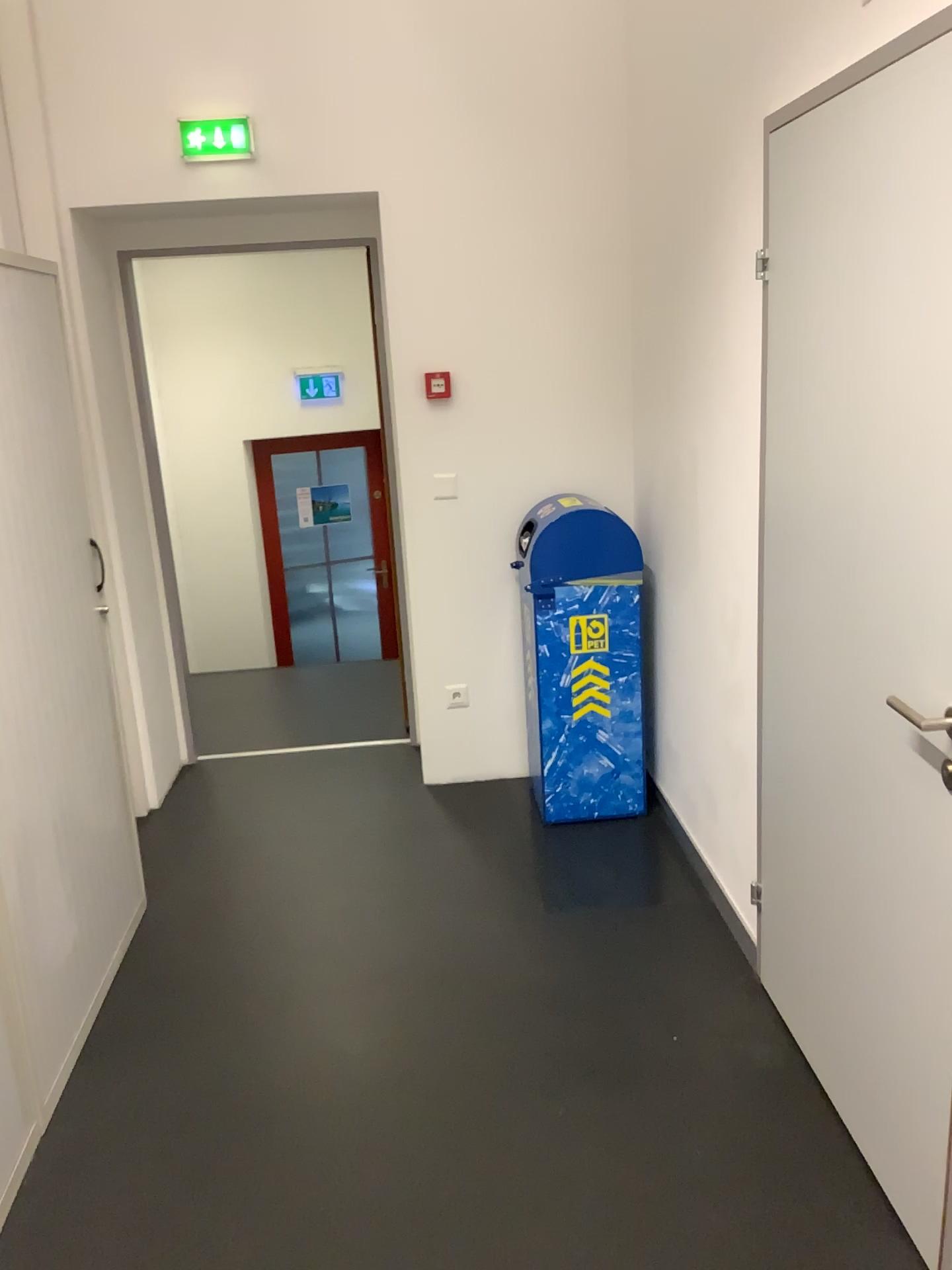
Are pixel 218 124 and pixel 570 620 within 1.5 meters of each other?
no

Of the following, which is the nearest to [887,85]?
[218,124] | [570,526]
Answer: [570,526]

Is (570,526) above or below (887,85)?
below

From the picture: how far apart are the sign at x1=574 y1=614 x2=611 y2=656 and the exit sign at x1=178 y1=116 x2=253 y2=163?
1.9m

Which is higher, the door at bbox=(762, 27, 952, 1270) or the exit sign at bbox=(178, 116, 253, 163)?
the exit sign at bbox=(178, 116, 253, 163)

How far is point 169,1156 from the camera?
2.22m

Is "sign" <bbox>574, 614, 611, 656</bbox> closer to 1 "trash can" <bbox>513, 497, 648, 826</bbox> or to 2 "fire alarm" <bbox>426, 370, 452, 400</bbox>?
1 "trash can" <bbox>513, 497, 648, 826</bbox>

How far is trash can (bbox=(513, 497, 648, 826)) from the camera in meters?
3.4 m

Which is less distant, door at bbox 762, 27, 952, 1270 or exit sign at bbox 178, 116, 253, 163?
door at bbox 762, 27, 952, 1270

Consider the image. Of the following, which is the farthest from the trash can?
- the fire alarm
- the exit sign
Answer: the exit sign
